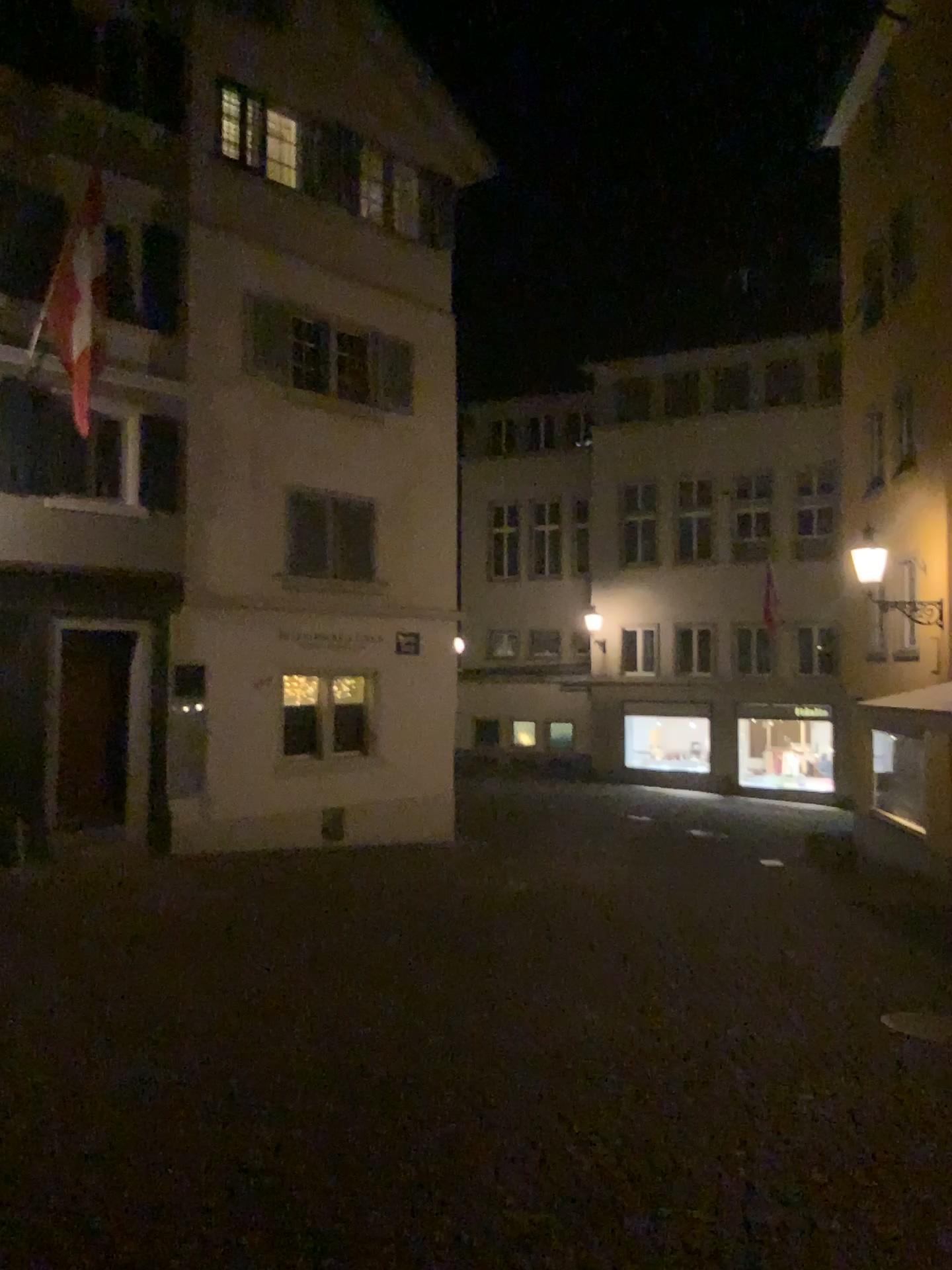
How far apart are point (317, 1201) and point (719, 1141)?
1.65m
